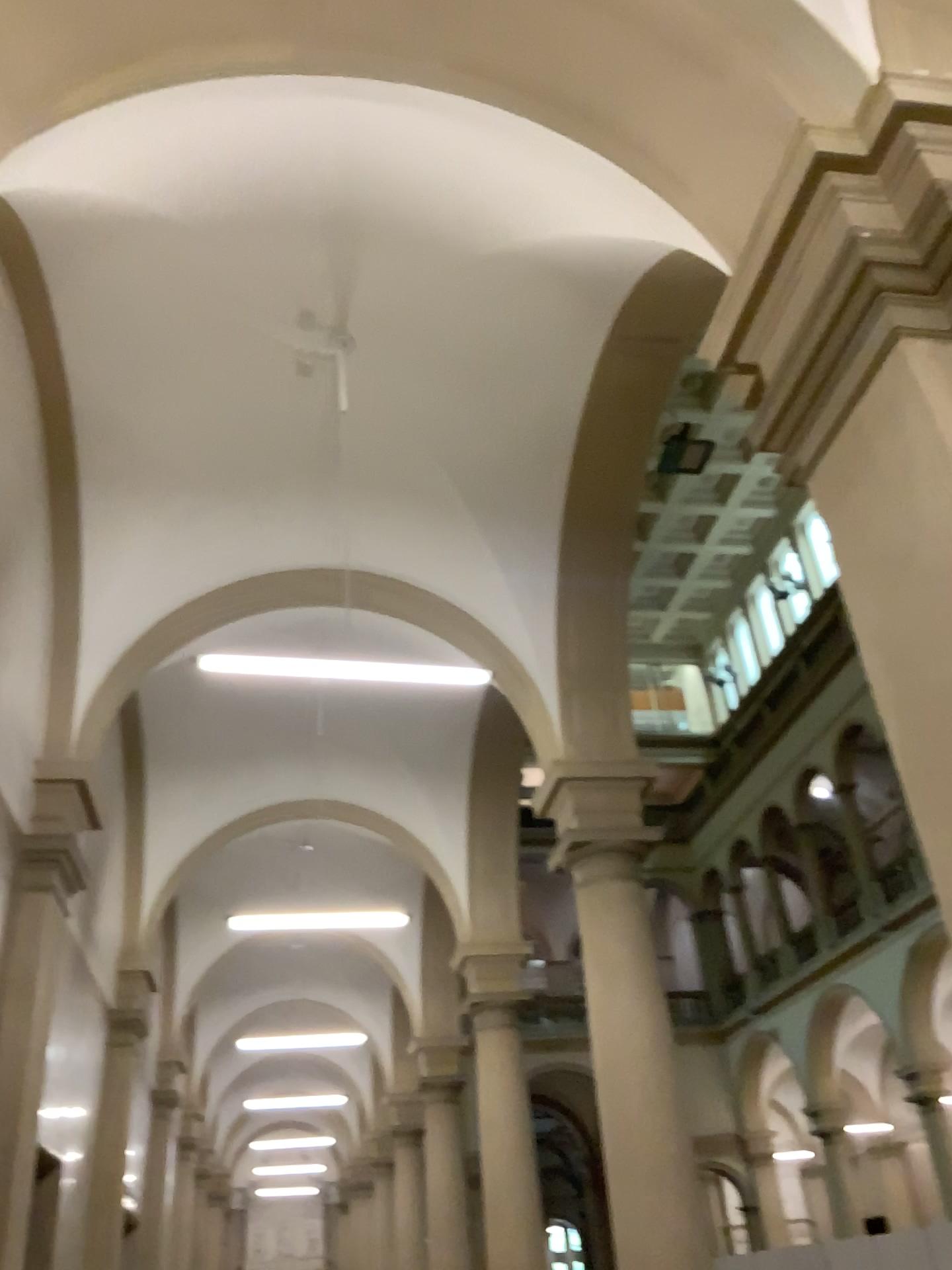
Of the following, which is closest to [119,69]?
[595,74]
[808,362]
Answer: [595,74]
